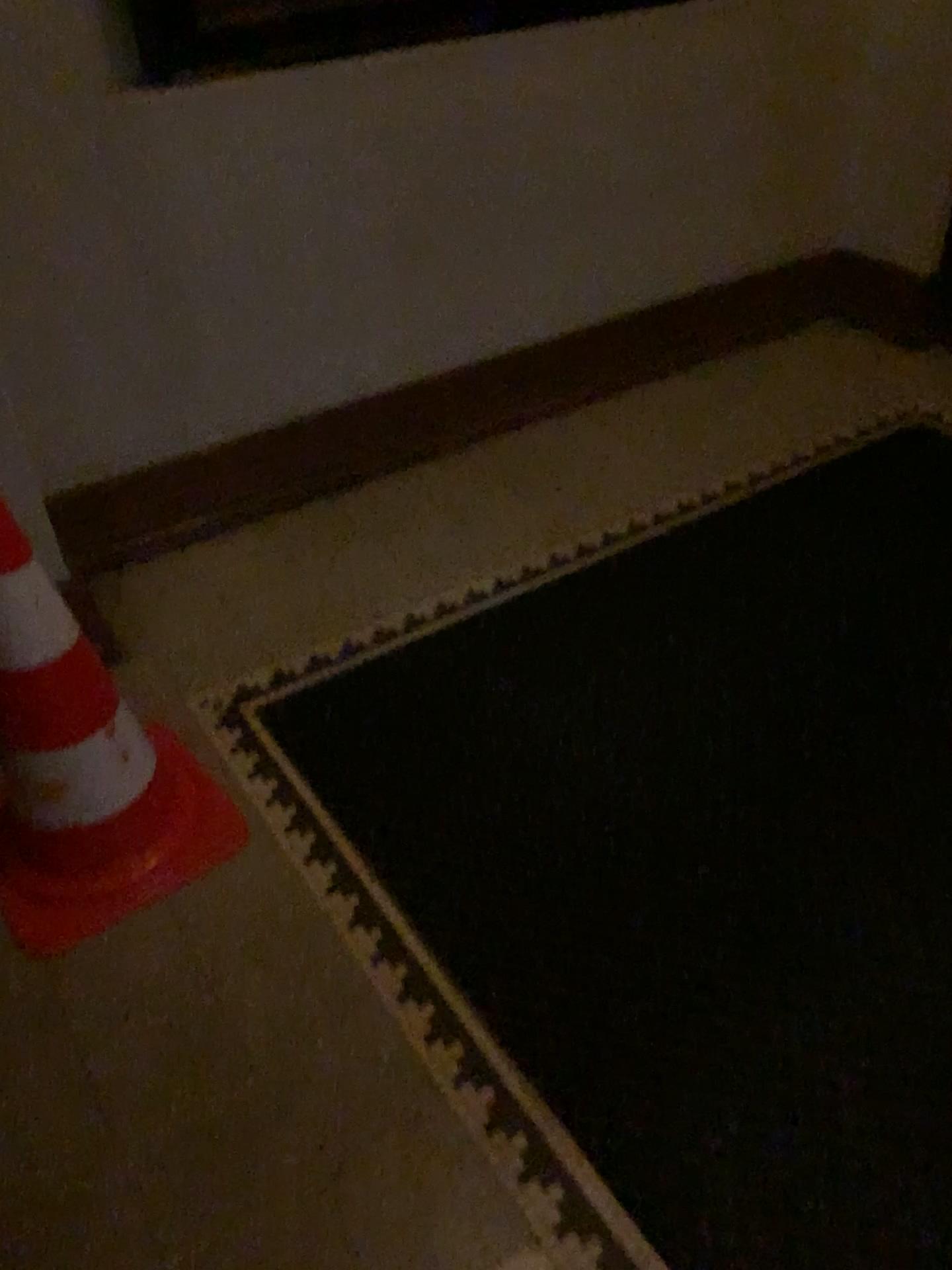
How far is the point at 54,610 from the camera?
1.5m

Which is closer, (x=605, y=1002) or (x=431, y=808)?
(x=605, y=1002)

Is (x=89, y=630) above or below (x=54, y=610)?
below

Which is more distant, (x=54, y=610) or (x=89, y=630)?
(x=89, y=630)

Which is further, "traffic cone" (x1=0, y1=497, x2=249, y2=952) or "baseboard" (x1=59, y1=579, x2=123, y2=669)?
"baseboard" (x1=59, y1=579, x2=123, y2=669)

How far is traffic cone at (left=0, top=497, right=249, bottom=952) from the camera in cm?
153
